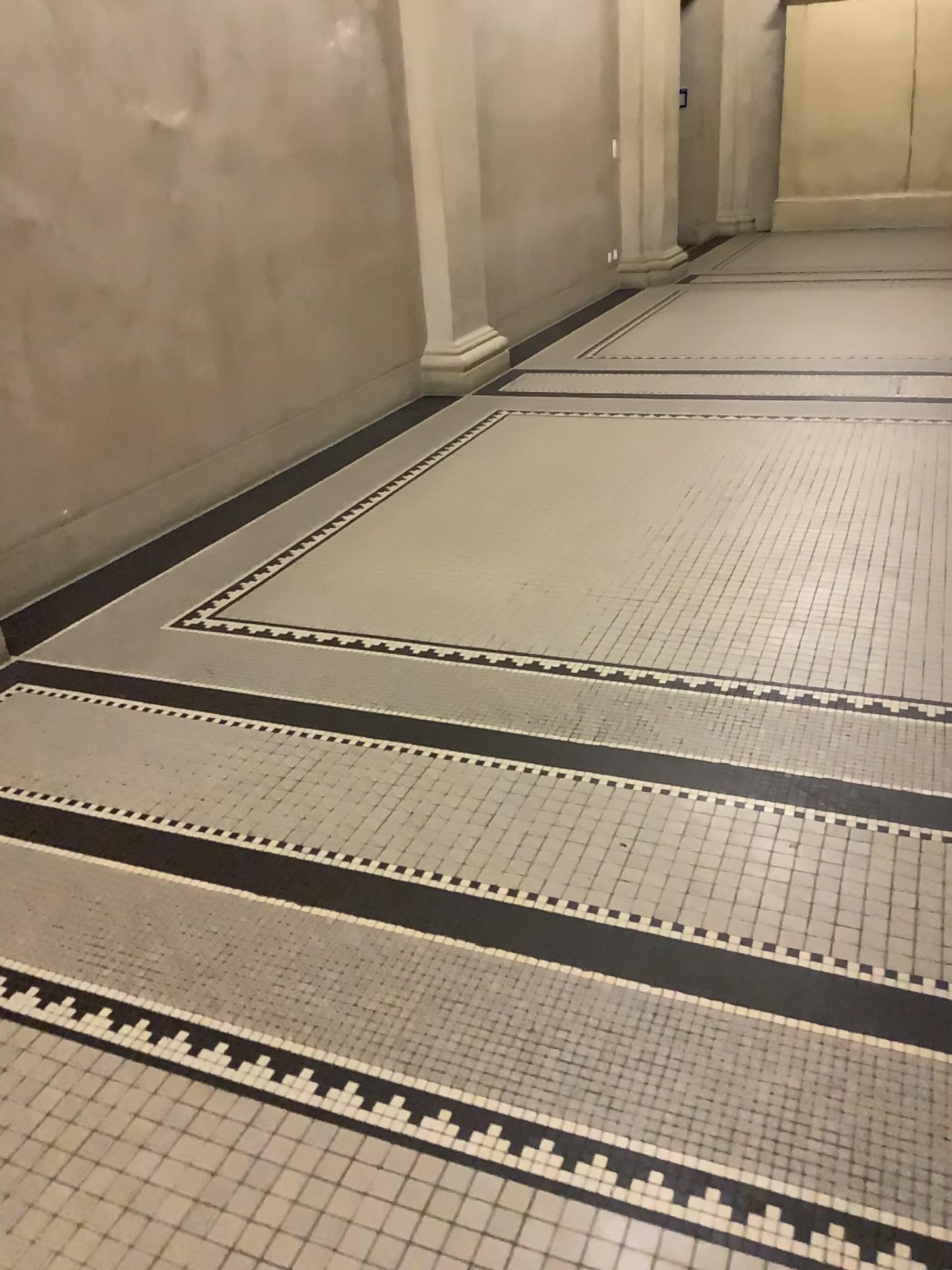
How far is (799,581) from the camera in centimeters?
330cm
